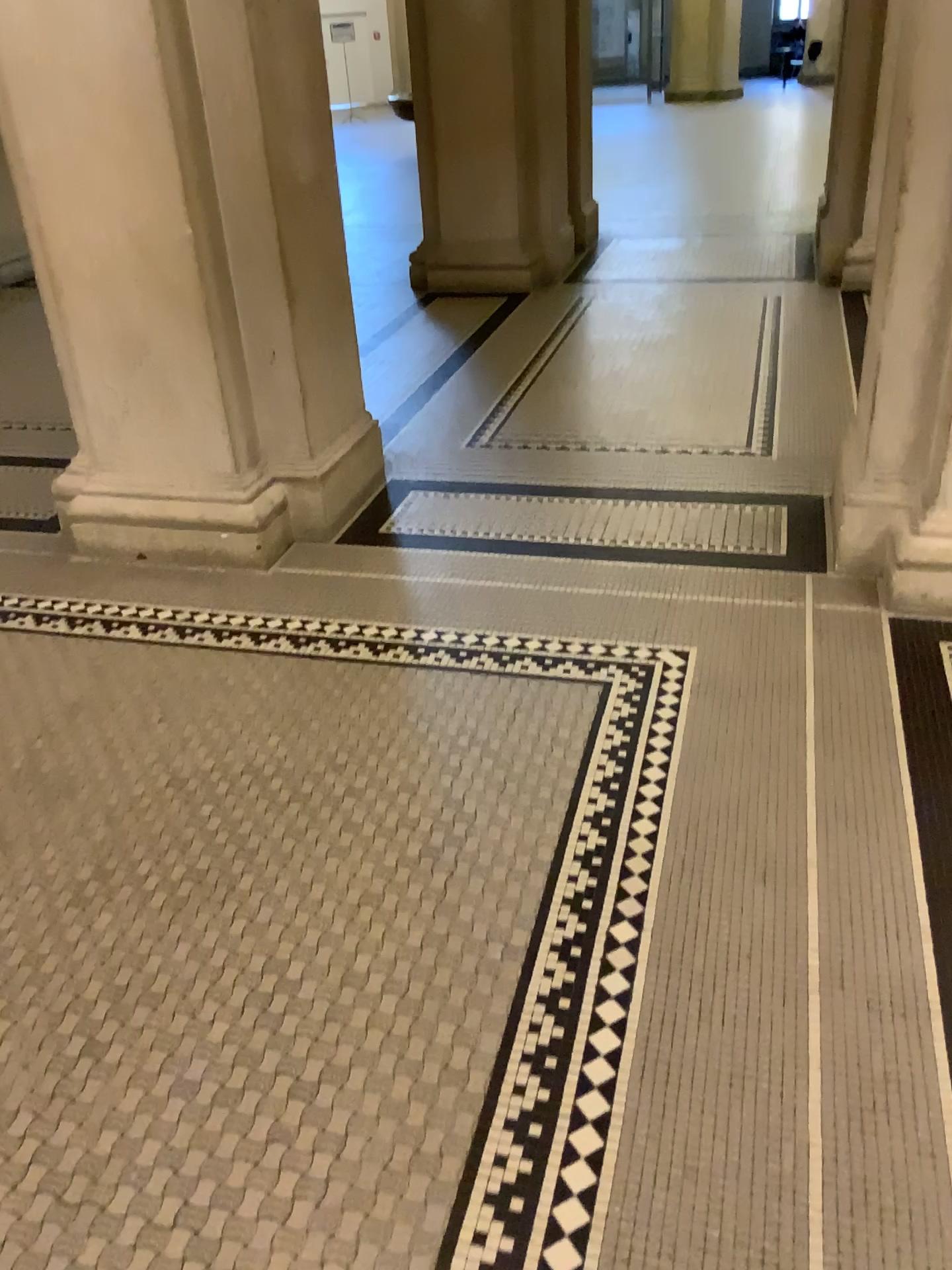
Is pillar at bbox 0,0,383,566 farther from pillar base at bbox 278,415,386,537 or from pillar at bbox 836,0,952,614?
pillar at bbox 836,0,952,614

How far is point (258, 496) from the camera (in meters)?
3.50

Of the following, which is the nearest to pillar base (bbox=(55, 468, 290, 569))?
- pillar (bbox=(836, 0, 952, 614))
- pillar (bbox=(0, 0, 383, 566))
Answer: pillar (bbox=(0, 0, 383, 566))

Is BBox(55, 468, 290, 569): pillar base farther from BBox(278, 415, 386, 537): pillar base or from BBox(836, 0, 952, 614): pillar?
BBox(836, 0, 952, 614): pillar

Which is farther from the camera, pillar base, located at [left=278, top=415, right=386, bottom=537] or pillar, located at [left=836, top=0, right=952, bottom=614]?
pillar base, located at [left=278, top=415, right=386, bottom=537]

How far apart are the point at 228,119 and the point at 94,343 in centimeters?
82cm

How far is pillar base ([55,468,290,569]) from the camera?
3.5 meters

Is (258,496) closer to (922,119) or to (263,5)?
(263,5)

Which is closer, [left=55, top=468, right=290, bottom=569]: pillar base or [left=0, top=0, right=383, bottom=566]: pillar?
[left=0, top=0, right=383, bottom=566]: pillar

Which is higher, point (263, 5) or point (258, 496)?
point (263, 5)
